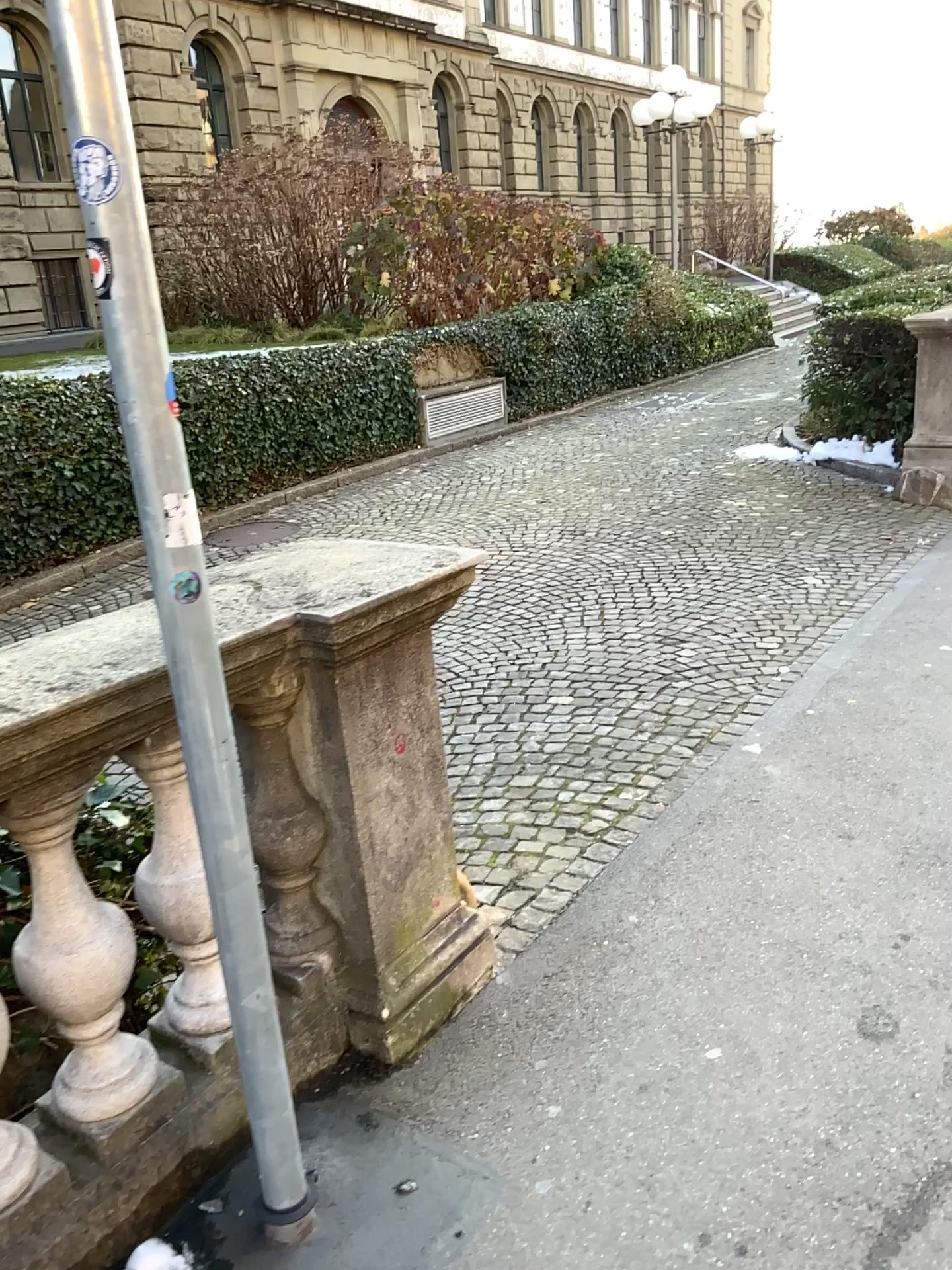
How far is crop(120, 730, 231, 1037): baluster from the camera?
1.96m

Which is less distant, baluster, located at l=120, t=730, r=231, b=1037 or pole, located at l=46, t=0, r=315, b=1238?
pole, located at l=46, t=0, r=315, b=1238

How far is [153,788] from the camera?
2.0 meters

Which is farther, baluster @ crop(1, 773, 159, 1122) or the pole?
baluster @ crop(1, 773, 159, 1122)

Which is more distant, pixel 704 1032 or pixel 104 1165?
pixel 704 1032

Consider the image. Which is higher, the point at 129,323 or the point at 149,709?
the point at 129,323

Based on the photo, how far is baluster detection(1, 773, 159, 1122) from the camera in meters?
1.7 m

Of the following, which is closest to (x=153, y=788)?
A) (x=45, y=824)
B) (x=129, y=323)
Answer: (x=45, y=824)
